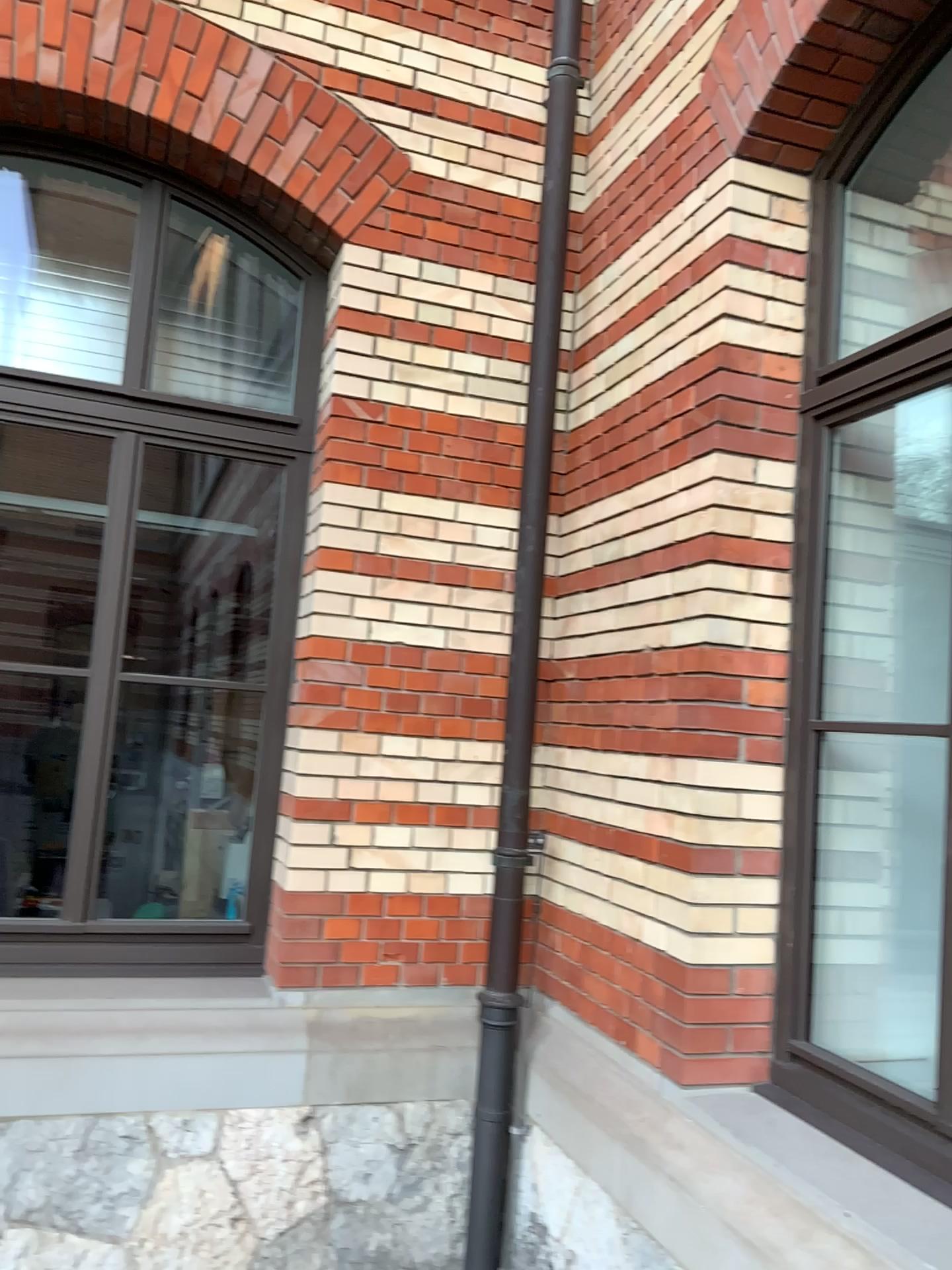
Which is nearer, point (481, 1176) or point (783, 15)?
point (783, 15)

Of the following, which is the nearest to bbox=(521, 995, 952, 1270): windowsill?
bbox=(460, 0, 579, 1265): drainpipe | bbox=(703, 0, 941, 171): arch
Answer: bbox=(460, 0, 579, 1265): drainpipe

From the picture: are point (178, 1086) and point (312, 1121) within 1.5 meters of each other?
yes

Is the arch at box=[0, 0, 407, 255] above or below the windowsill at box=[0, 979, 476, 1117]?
above

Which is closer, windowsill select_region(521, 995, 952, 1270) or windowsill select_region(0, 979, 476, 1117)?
windowsill select_region(521, 995, 952, 1270)

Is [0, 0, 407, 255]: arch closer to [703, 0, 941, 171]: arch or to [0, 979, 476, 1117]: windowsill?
[703, 0, 941, 171]: arch

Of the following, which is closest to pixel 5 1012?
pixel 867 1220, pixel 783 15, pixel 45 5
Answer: pixel 867 1220

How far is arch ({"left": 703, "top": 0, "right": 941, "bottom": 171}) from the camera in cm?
251

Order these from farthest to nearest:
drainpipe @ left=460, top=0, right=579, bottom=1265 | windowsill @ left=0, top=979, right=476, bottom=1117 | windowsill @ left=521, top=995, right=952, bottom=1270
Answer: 1. drainpipe @ left=460, top=0, right=579, bottom=1265
2. windowsill @ left=0, top=979, right=476, bottom=1117
3. windowsill @ left=521, top=995, right=952, bottom=1270

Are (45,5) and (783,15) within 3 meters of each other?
yes
